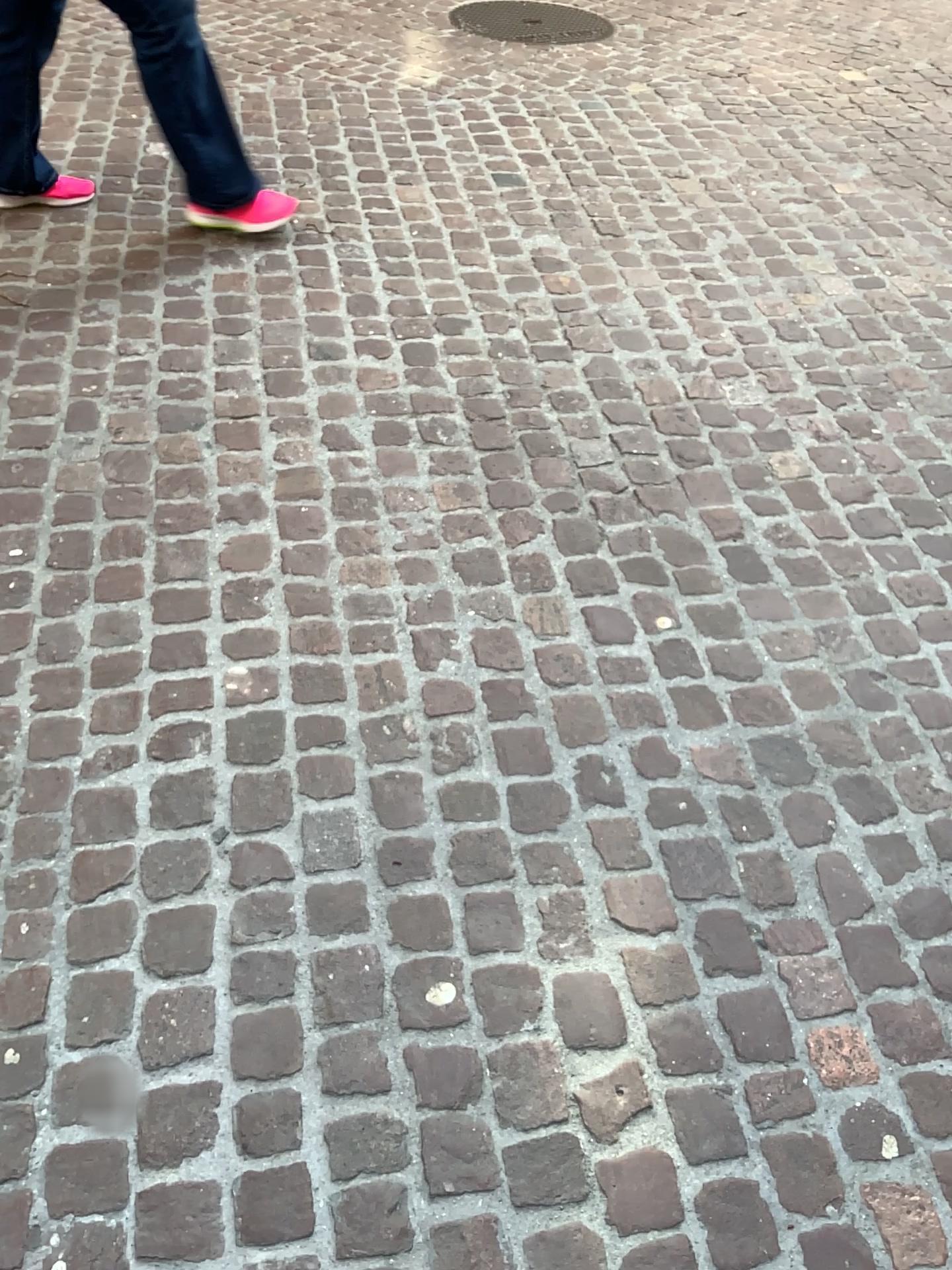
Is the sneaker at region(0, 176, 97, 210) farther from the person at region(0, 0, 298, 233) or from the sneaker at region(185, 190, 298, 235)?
the sneaker at region(185, 190, 298, 235)

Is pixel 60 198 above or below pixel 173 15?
below

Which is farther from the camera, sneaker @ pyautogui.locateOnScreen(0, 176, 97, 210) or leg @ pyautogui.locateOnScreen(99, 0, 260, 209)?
sneaker @ pyautogui.locateOnScreen(0, 176, 97, 210)

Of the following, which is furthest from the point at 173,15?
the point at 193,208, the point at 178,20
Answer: the point at 193,208

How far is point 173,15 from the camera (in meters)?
2.44

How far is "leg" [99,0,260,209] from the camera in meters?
2.4 m

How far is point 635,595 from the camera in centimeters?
200cm

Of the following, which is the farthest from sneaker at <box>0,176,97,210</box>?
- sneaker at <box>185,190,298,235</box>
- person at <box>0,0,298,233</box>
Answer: sneaker at <box>185,190,298,235</box>

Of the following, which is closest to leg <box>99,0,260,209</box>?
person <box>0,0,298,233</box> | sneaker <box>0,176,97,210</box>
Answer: person <box>0,0,298,233</box>

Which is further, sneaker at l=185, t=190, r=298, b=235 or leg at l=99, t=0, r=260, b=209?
sneaker at l=185, t=190, r=298, b=235
